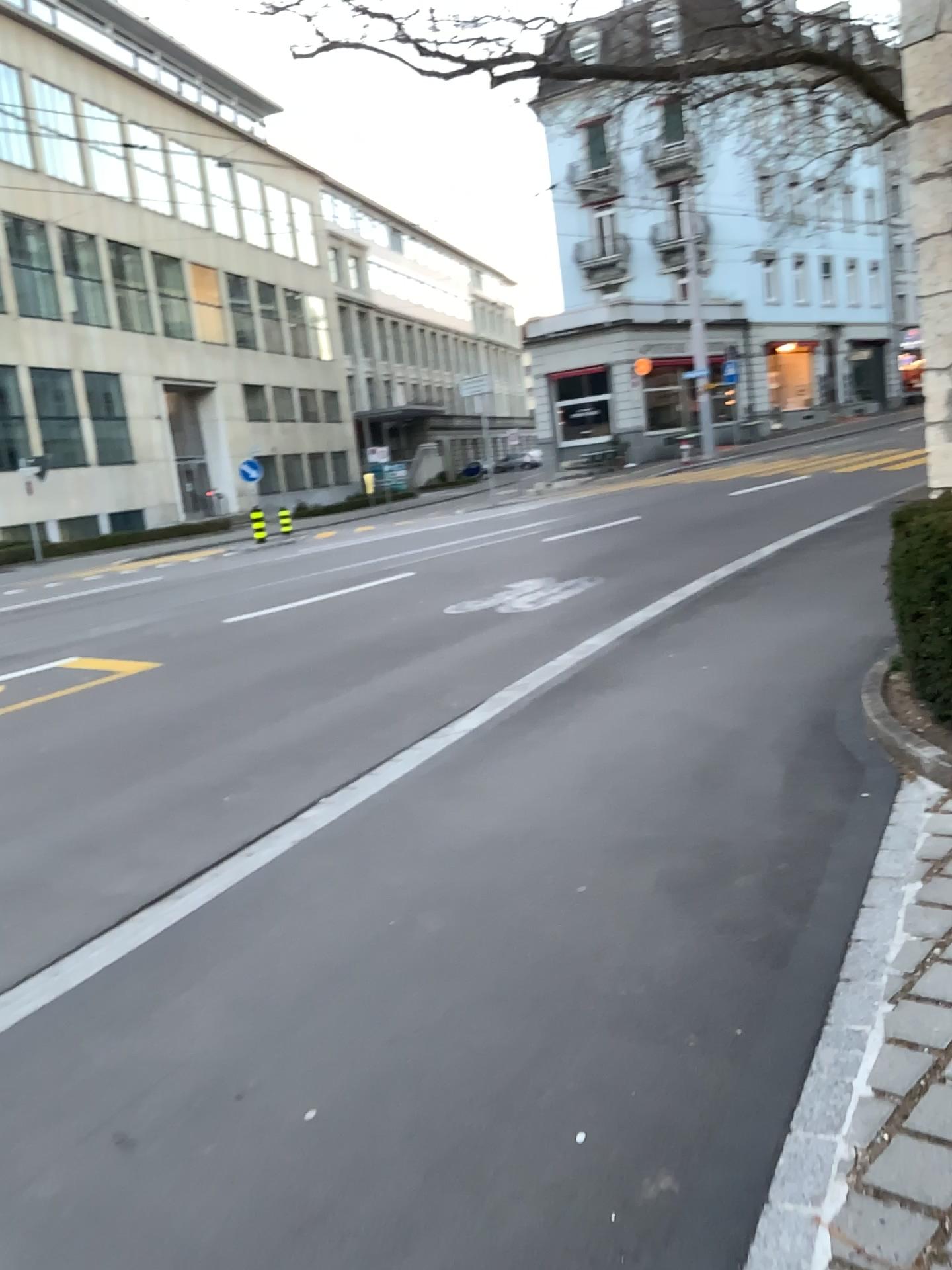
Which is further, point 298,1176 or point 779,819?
point 779,819
